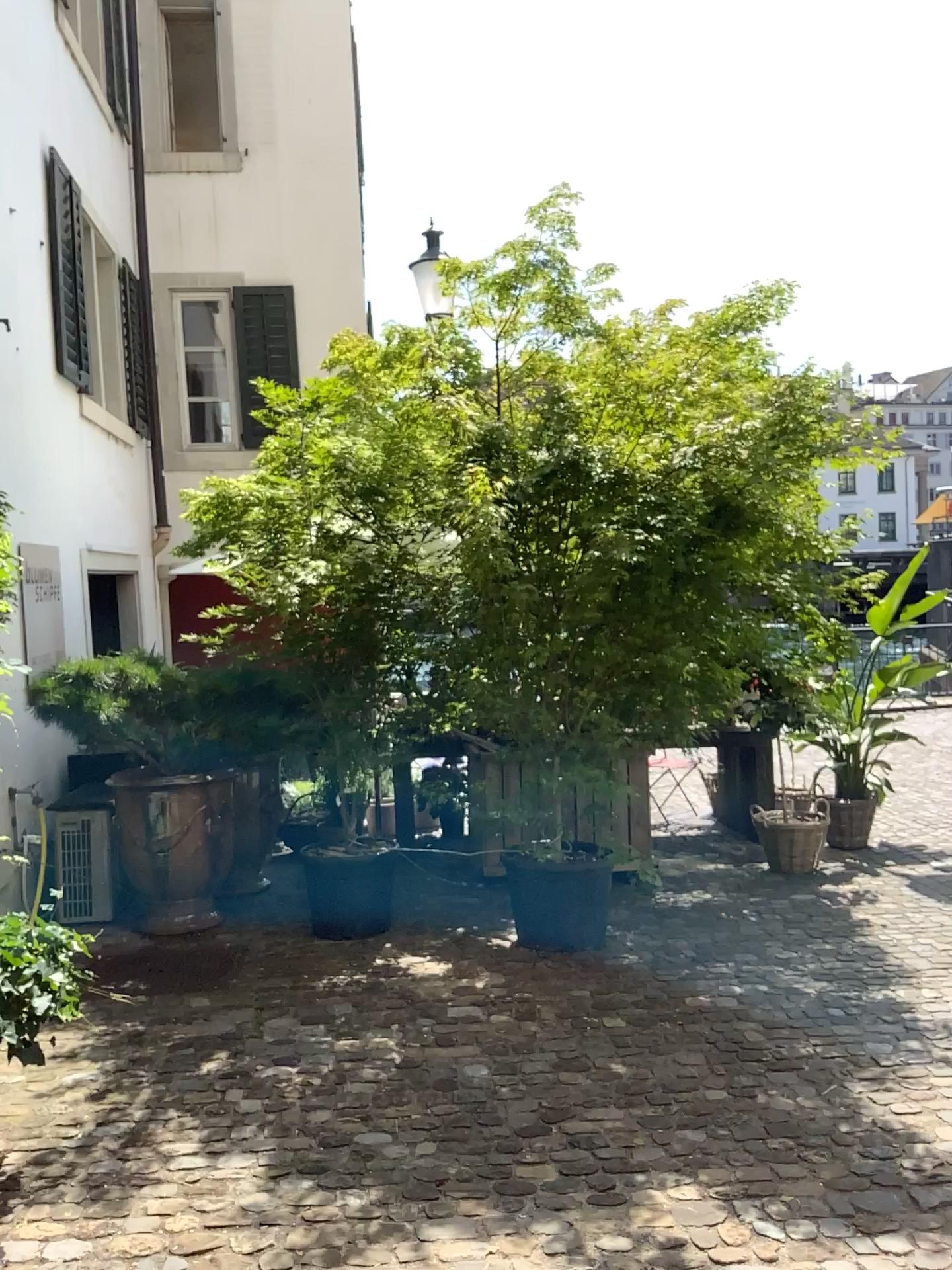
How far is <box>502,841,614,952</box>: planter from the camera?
4.7 meters

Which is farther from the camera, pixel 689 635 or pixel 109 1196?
pixel 689 635

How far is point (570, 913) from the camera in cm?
475
